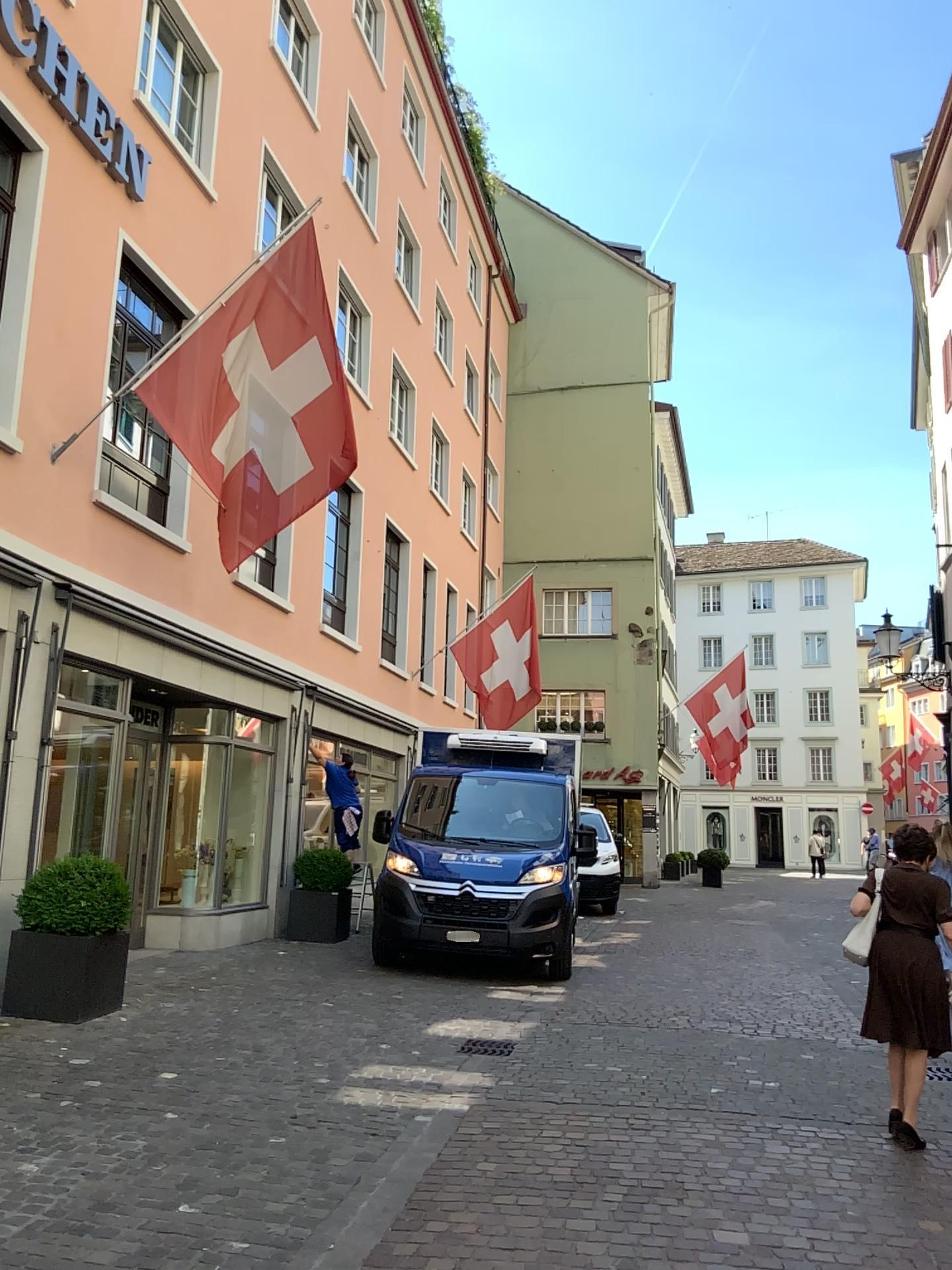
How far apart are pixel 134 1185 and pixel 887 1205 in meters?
3.0 m
